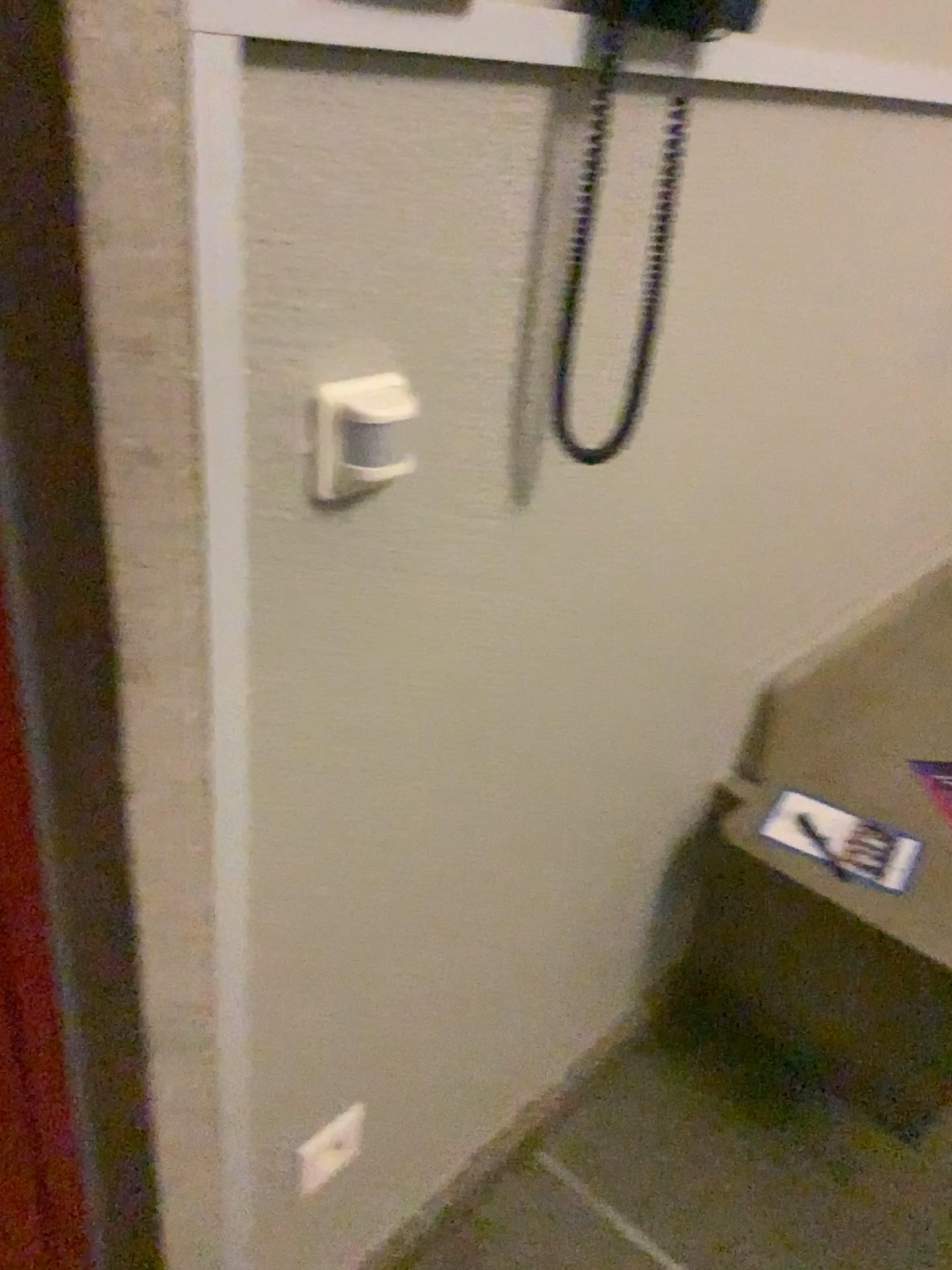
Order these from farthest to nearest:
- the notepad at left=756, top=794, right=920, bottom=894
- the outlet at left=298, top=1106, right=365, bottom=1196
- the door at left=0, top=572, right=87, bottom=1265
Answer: the notepad at left=756, top=794, right=920, bottom=894 < the outlet at left=298, top=1106, right=365, bottom=1196 < the door at left=0, top=572, right=87, bottom=1265

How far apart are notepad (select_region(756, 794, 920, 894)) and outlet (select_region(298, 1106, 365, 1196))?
0.69m

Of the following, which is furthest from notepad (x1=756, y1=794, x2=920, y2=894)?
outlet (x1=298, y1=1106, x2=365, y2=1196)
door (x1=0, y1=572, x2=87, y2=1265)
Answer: door (x1=0, y1=572, x2=87, y2=1265)

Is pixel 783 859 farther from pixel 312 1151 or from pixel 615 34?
pixel 615 34

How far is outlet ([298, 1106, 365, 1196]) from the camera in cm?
112

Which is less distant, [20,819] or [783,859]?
[20,819]

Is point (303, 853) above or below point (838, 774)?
above

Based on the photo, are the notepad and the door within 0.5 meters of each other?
no

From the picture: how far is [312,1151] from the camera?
1.12m

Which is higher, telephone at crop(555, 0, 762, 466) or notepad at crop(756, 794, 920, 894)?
telephone at crop(555, 0, 762, 466)
